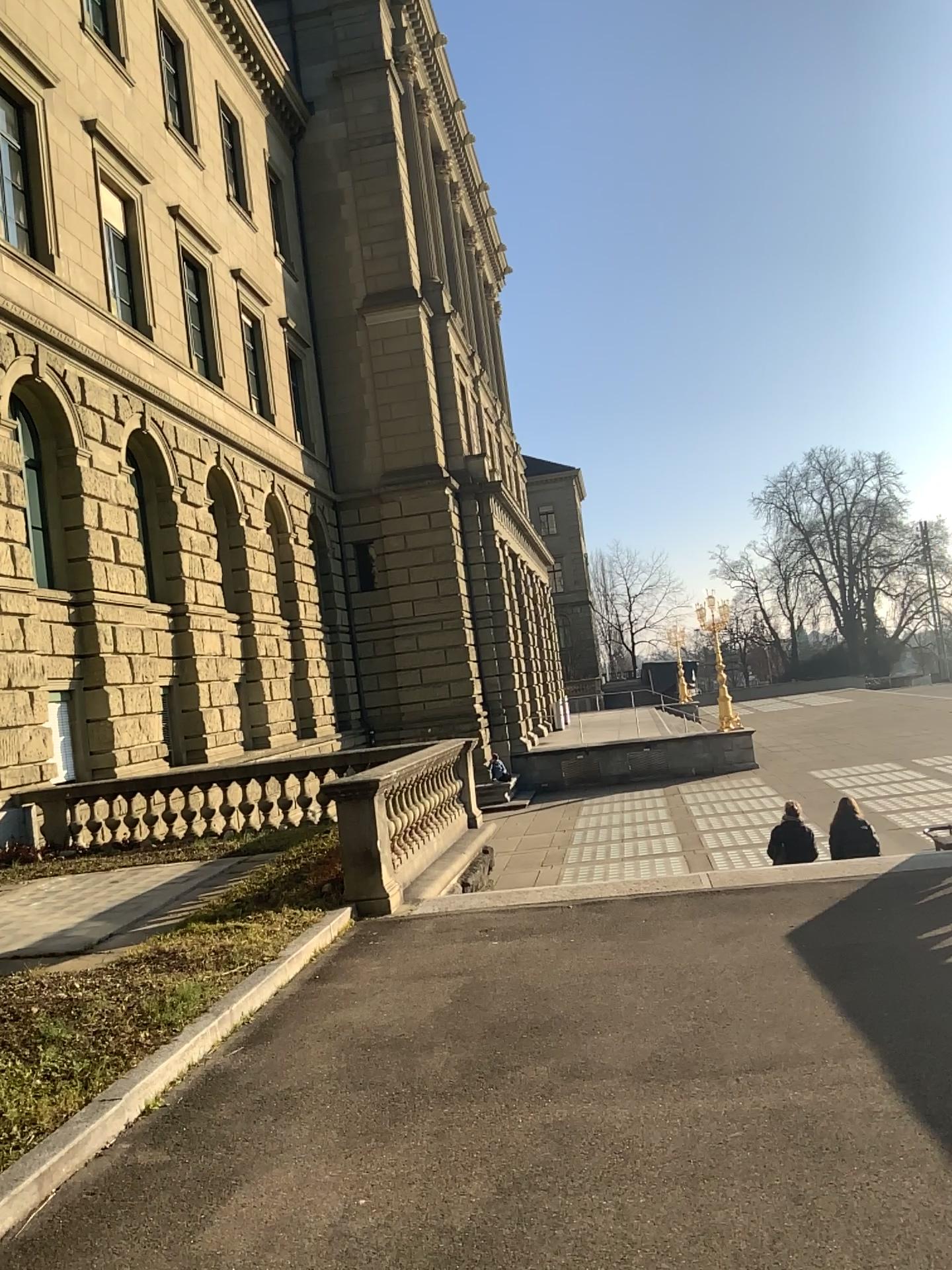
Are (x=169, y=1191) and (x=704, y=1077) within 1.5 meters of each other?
no
